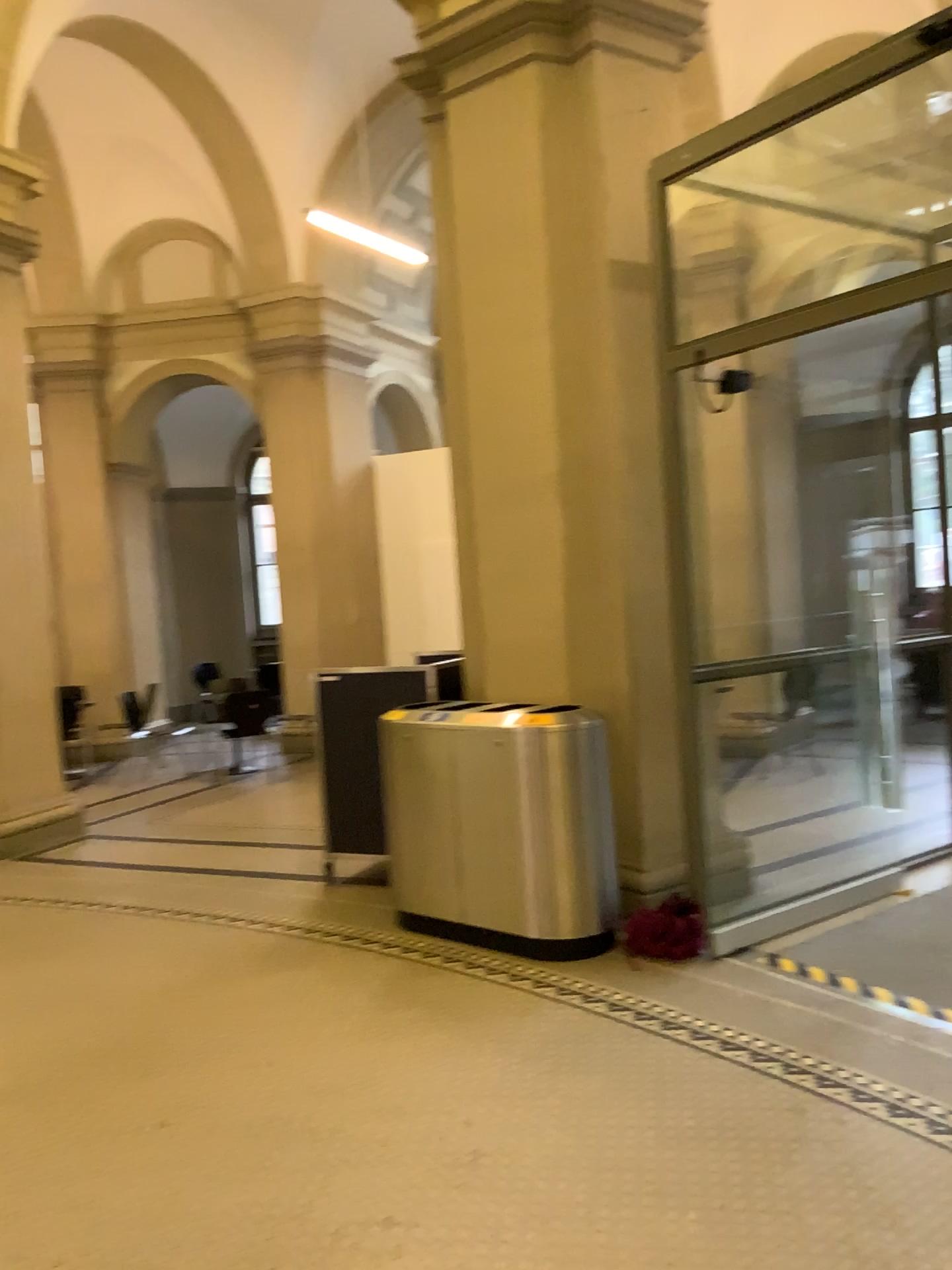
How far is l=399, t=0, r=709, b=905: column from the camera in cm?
477

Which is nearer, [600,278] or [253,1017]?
[253,1017]

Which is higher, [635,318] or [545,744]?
[635,318]

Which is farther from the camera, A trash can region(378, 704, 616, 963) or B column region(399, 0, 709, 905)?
B column region(399, 0, 709, 905)

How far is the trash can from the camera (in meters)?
4.37

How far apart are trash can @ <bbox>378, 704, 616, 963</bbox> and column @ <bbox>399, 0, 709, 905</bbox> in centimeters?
26cm

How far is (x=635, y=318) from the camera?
4.8m

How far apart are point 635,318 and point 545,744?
1.97m
